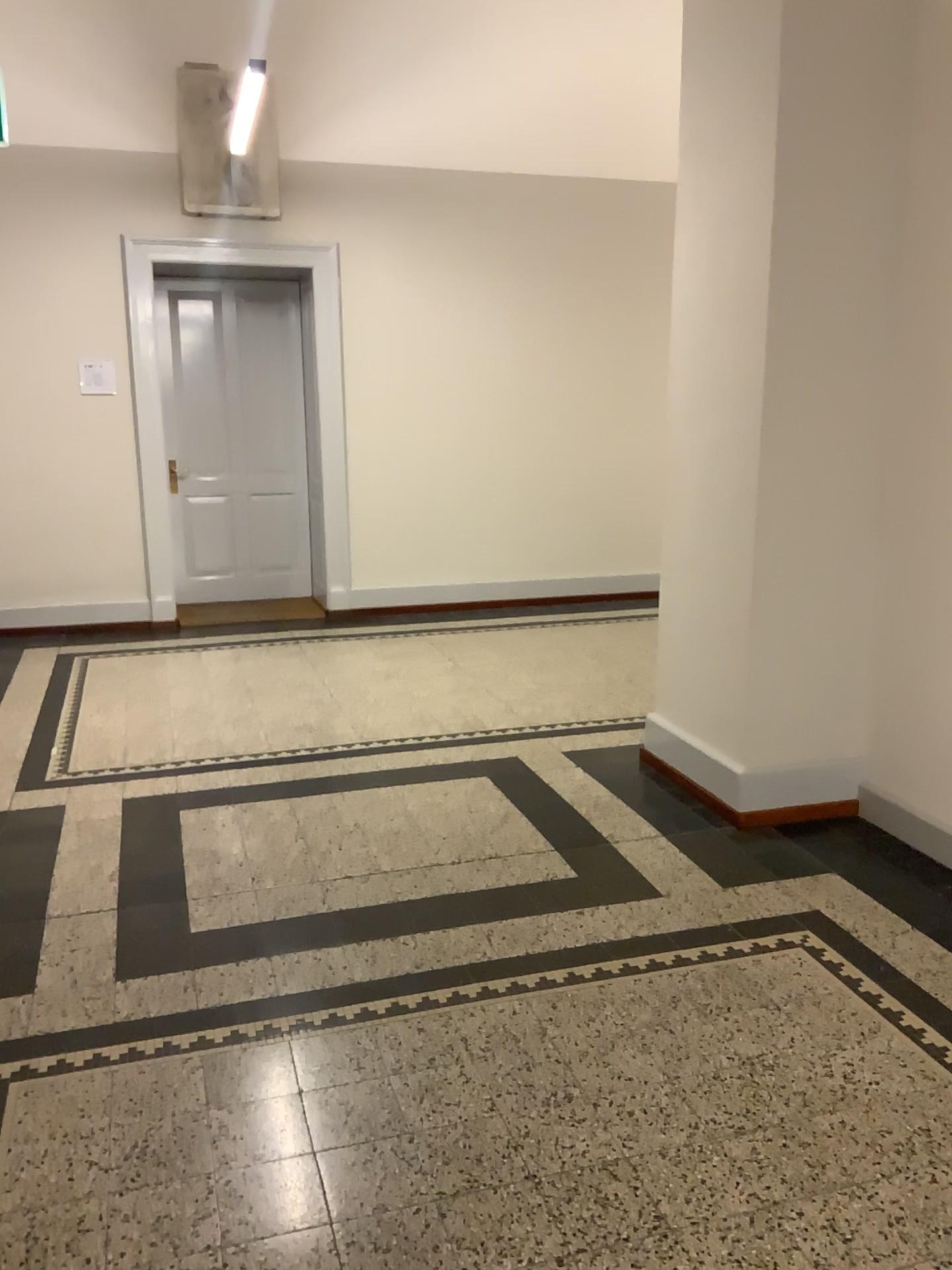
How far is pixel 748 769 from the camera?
3.7m

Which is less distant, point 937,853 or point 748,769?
point 937,853

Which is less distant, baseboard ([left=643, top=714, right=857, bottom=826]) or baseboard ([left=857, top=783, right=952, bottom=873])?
baseboard ([left=857, top=783, right=952, bottom=873])

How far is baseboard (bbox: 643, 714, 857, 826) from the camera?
3.73m

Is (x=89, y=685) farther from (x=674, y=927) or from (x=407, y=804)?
(x=674, y=927)
